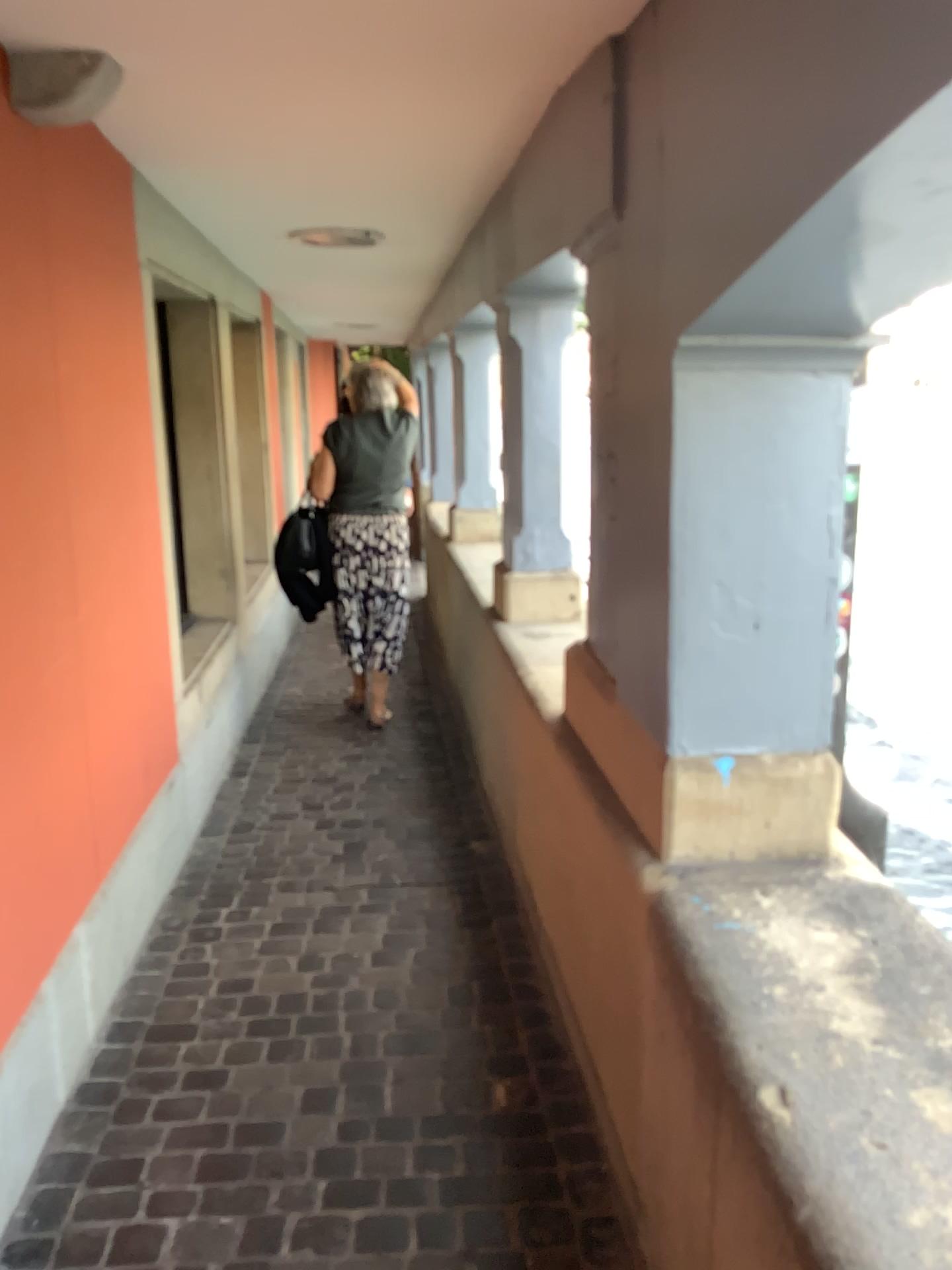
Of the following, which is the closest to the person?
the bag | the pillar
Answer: the bag

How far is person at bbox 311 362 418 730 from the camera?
4.52m

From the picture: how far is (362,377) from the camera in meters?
4.5

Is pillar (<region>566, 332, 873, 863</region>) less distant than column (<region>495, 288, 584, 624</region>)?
Yes

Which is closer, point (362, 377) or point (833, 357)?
point (833, 357)

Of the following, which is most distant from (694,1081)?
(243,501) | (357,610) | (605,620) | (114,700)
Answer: (243,501)

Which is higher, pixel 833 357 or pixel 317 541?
pixel 833 357

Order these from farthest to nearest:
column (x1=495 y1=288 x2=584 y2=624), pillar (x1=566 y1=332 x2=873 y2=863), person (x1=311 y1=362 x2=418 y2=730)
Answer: person (x1=311 y1=362 x2=418 y2=730)
column (x1=495 y1=288 x2=584 y2=624)
pillar (x1=566 y1=332 x2=873 y2=863)

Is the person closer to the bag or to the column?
the bag

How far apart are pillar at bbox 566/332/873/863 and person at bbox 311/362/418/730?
2.7 meters
